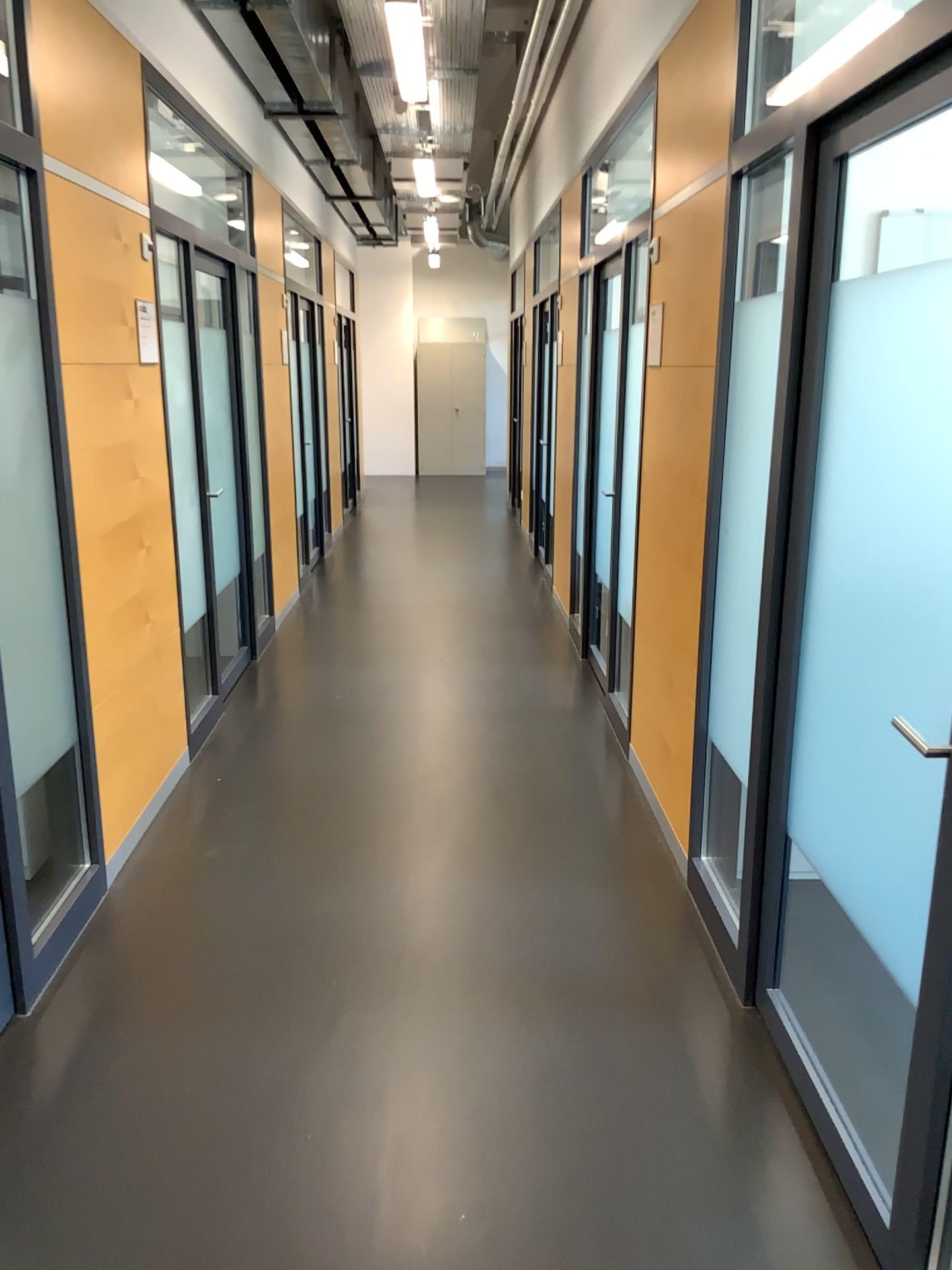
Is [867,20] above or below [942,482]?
above

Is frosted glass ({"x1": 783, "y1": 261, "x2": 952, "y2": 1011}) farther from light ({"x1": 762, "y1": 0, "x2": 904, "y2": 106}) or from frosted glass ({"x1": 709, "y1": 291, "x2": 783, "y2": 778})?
light ({"x1": 762, "y1": 0, "x2": 904, "y2": 106})

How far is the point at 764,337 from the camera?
2.7m

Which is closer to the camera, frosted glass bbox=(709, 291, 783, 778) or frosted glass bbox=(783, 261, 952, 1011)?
frosted glass bbox=(783, 261, 952, 1011)

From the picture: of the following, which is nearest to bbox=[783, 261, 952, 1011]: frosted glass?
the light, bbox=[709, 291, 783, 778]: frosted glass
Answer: bbox=[709, 291, 783, 778]: frosted glass

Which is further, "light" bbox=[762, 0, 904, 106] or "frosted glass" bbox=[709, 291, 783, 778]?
"frosted glass" bbox=[709, 291, 783, 778]

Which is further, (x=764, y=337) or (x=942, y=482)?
(x=764, y=337)

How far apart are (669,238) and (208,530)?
2.4m

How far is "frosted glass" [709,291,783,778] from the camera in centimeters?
267cm

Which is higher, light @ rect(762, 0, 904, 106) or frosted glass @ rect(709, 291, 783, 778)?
light @ rect(762, 0, 904, 106)
